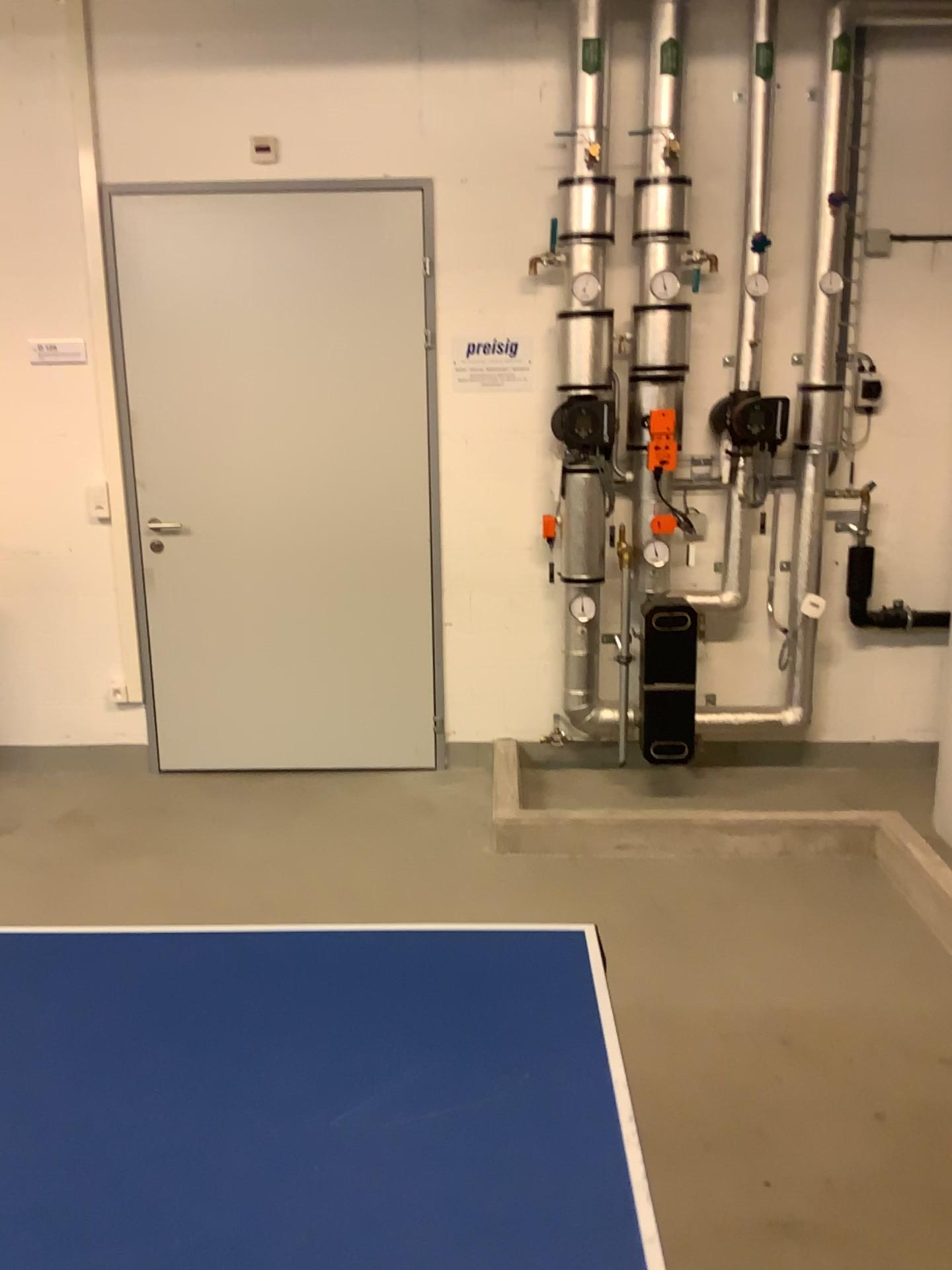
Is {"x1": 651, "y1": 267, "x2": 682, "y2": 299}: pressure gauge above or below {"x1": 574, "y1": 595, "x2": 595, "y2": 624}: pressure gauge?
above

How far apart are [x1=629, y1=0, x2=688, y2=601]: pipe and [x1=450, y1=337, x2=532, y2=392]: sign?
0.4m

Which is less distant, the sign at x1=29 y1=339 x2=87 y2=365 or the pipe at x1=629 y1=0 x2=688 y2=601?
the pipe at x1=629 y1=0 x2=688 y2=601

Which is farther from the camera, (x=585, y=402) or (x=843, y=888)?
(x=585, y=402)

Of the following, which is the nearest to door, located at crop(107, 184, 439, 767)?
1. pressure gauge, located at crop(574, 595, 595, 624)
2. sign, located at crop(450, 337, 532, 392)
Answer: sign, located at crop(450, 337, 532, 392)

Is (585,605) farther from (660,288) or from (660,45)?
(660,45)

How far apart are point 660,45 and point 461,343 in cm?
119

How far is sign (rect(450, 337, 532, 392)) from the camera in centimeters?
392cm

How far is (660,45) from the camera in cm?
355

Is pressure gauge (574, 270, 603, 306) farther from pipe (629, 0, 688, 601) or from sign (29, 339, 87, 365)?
sign (29, 339, 87, 365)
